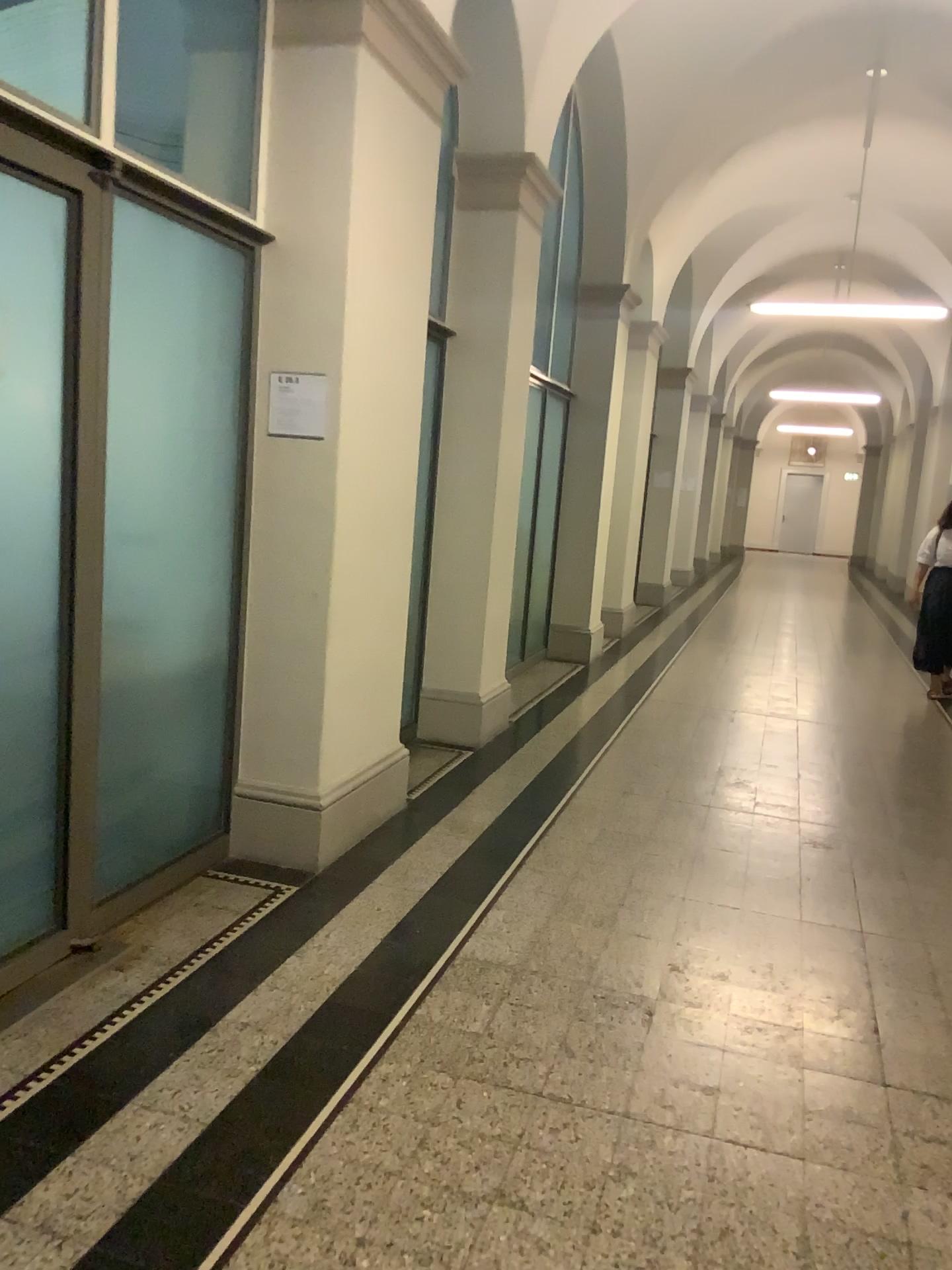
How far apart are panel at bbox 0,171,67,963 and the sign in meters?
1.0

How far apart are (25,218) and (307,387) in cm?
120

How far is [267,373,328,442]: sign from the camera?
3.6 meters

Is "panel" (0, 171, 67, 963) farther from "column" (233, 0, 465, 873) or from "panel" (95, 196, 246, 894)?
"column" (233, 0, 465, 873)

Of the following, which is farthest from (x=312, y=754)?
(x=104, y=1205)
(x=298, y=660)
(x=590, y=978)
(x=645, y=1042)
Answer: (x=104, y=1205)

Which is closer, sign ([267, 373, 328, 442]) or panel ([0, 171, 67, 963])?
panel ([0, 171, 67, 963])

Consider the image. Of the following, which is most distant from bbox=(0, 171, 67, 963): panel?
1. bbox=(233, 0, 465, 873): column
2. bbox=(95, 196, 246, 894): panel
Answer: bbox=(233, 0, 465, 873): column

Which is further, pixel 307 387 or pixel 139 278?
pixel 307 387

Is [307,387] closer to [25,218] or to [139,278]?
[139,278]
